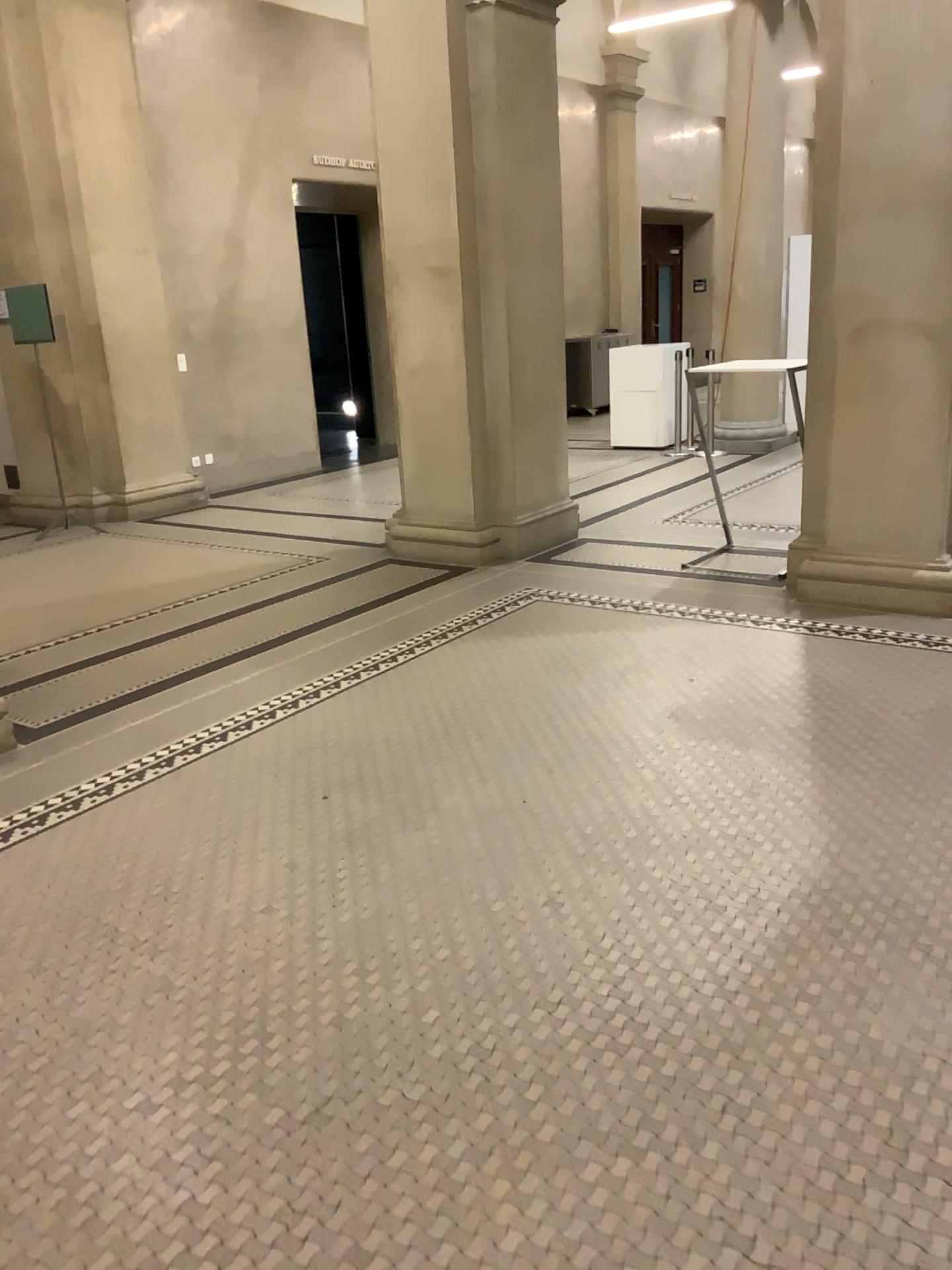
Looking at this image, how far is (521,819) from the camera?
3.2 meters
